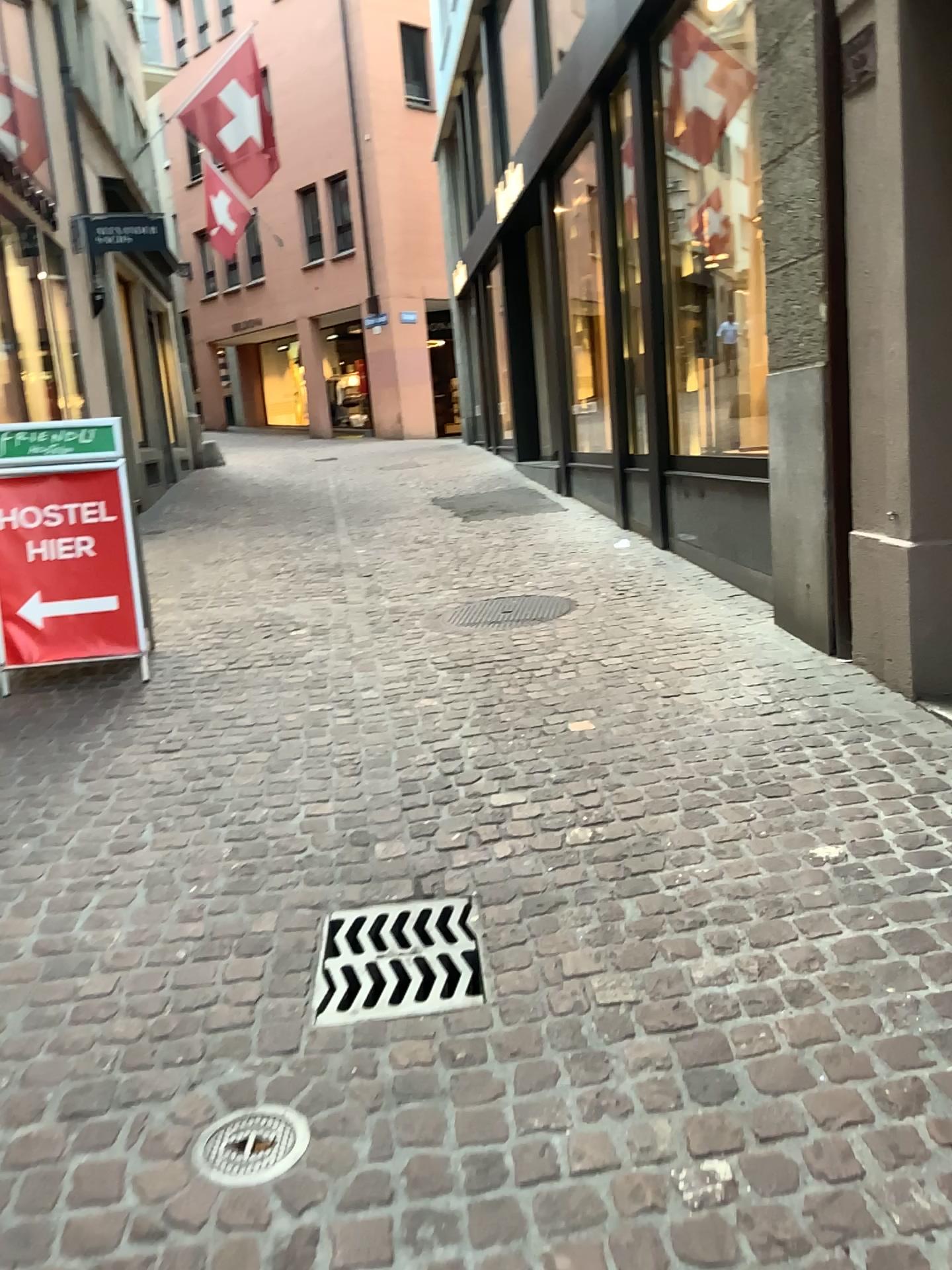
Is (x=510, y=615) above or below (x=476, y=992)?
above

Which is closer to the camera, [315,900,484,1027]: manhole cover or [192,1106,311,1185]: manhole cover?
[192,1106,311,1185]: manhole cover

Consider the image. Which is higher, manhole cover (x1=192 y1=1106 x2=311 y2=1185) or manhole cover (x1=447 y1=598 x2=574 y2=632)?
manhole cover (x1=447 y1=598 x2=574 y2=632)

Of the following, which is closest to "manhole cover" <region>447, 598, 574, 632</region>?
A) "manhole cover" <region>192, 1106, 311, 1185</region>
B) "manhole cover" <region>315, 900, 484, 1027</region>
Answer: "manhole cover" <region>315, 900, 484, 1027</region>

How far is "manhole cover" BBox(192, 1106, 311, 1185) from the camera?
1.8m

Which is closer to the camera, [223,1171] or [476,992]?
[223,1171]

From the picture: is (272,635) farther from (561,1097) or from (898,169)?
(561,1097)

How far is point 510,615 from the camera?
5.34m

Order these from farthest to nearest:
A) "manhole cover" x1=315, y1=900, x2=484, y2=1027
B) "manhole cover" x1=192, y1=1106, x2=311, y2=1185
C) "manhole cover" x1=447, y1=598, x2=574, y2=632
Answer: "manhole cover" x1=447, y1=598, x2=574, y2=632, "manhole cover" x1=315, y1=900, x2=484, y2=1027, "manhole cover" x1=192, y1=1106, x2=311, y2=1185

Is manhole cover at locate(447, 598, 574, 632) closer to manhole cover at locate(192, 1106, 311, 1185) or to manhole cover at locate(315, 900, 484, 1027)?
manhole cover at locate(315, 900, 484, 1027)
